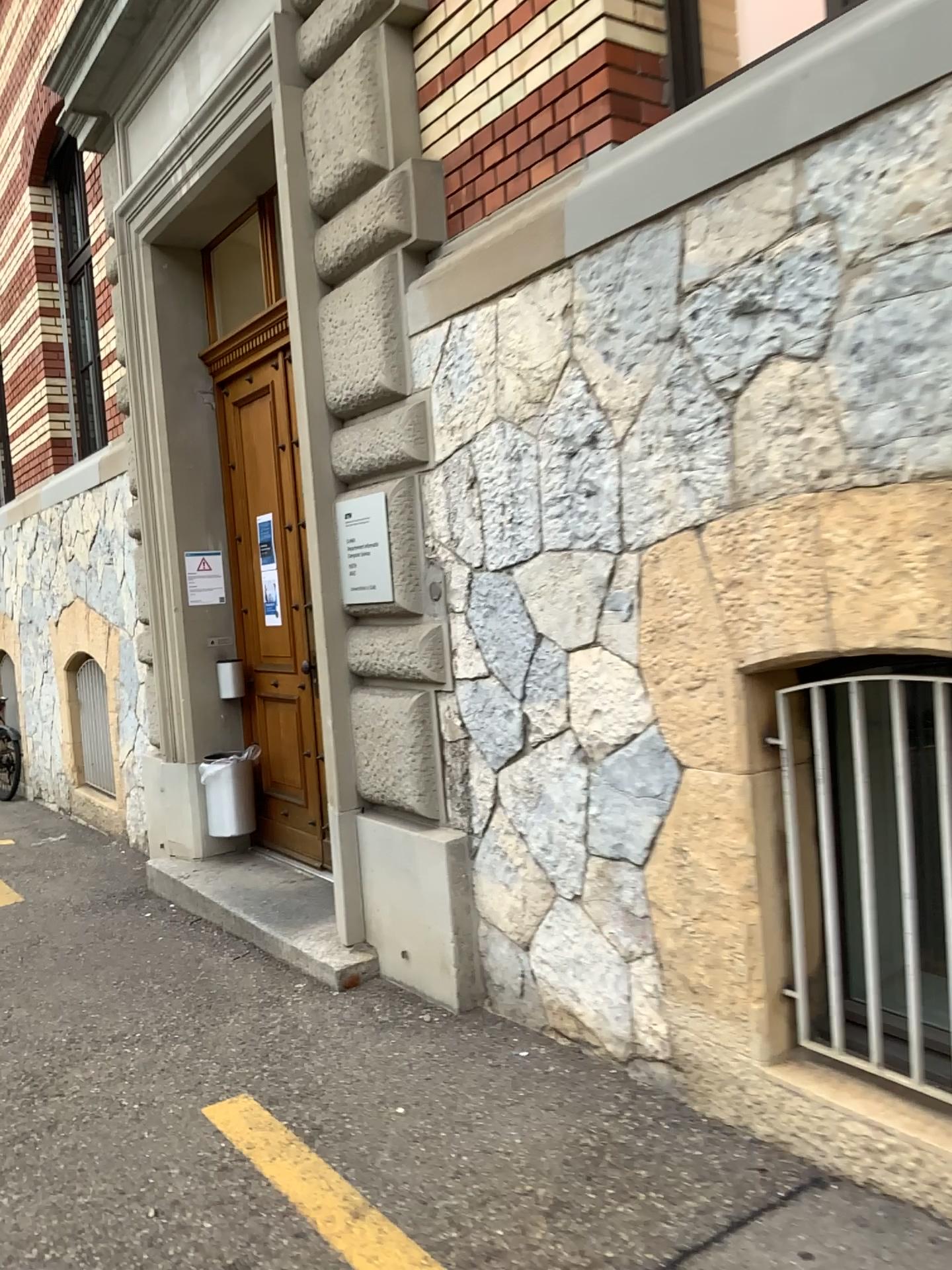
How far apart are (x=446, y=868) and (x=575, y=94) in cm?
254

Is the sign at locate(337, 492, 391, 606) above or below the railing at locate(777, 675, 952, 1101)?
above

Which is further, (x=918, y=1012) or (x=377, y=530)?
(x=377, y=530)

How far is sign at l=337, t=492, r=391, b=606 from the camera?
4.0m

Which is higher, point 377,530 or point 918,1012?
point 377,530

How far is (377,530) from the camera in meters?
4.0

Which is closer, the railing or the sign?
the railing
